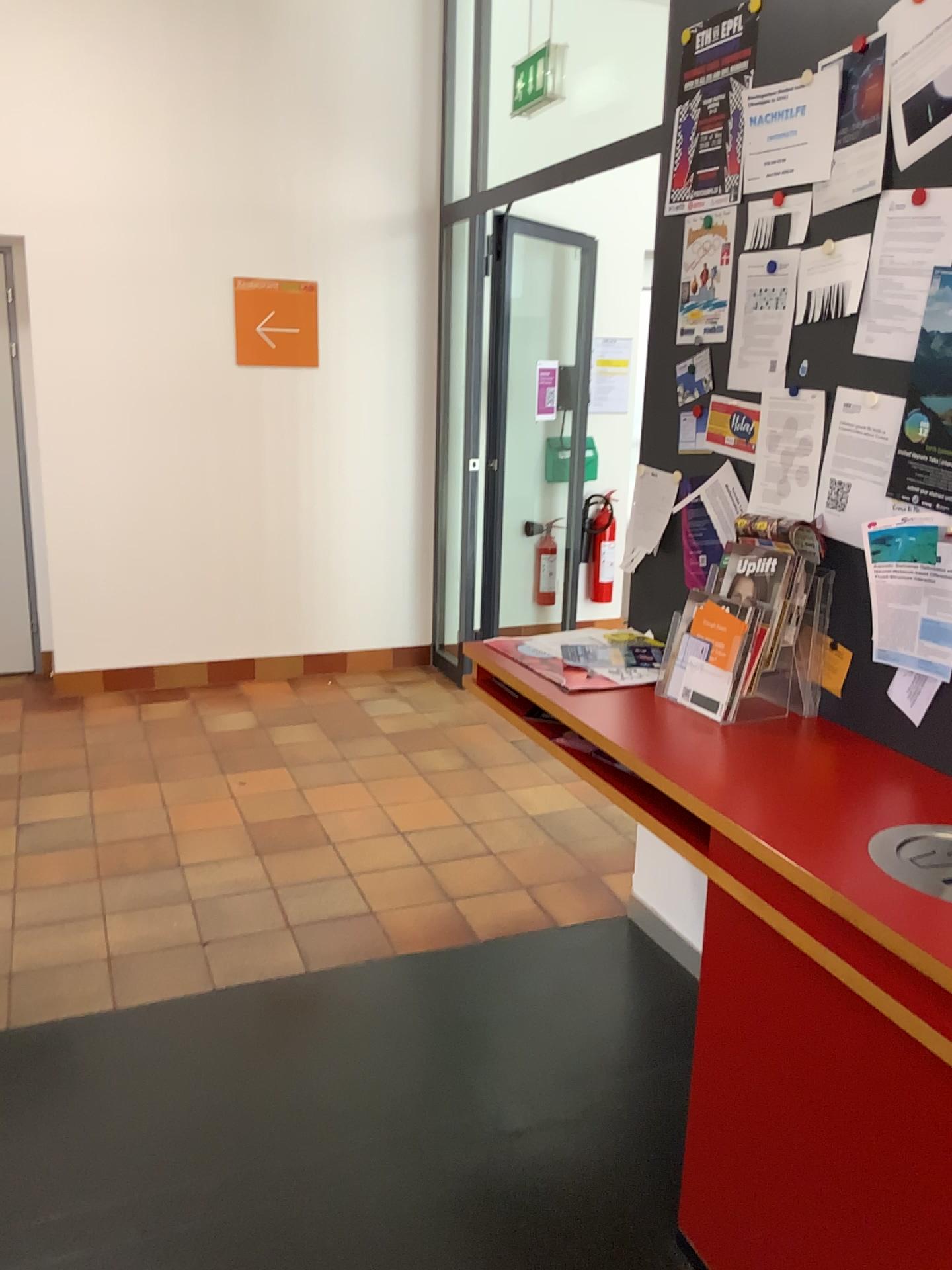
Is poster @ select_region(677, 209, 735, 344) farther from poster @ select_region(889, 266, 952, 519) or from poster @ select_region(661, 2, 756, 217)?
poster @ select_region(889, 266, 952, 519)

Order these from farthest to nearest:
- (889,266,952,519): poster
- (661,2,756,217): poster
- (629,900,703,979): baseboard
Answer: (629,900,703,979): baseboard < (661,2,756,217): poster < (889,266,952,519): poster

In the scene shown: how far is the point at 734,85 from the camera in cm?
238

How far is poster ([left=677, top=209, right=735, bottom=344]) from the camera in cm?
246

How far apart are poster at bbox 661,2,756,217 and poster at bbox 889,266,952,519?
0.7m

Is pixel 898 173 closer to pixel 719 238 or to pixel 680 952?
pixel 719 238

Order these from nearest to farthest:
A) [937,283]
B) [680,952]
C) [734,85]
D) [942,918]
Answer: [942,918]
[937,283]
[734,85]
[680,952]

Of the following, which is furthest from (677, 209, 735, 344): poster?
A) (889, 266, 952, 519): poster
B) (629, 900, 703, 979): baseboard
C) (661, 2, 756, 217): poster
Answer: (629, 900, 703, 979): baseboard

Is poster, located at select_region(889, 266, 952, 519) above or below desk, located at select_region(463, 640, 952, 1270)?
above

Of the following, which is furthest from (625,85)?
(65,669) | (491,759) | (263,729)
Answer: (65,669)
